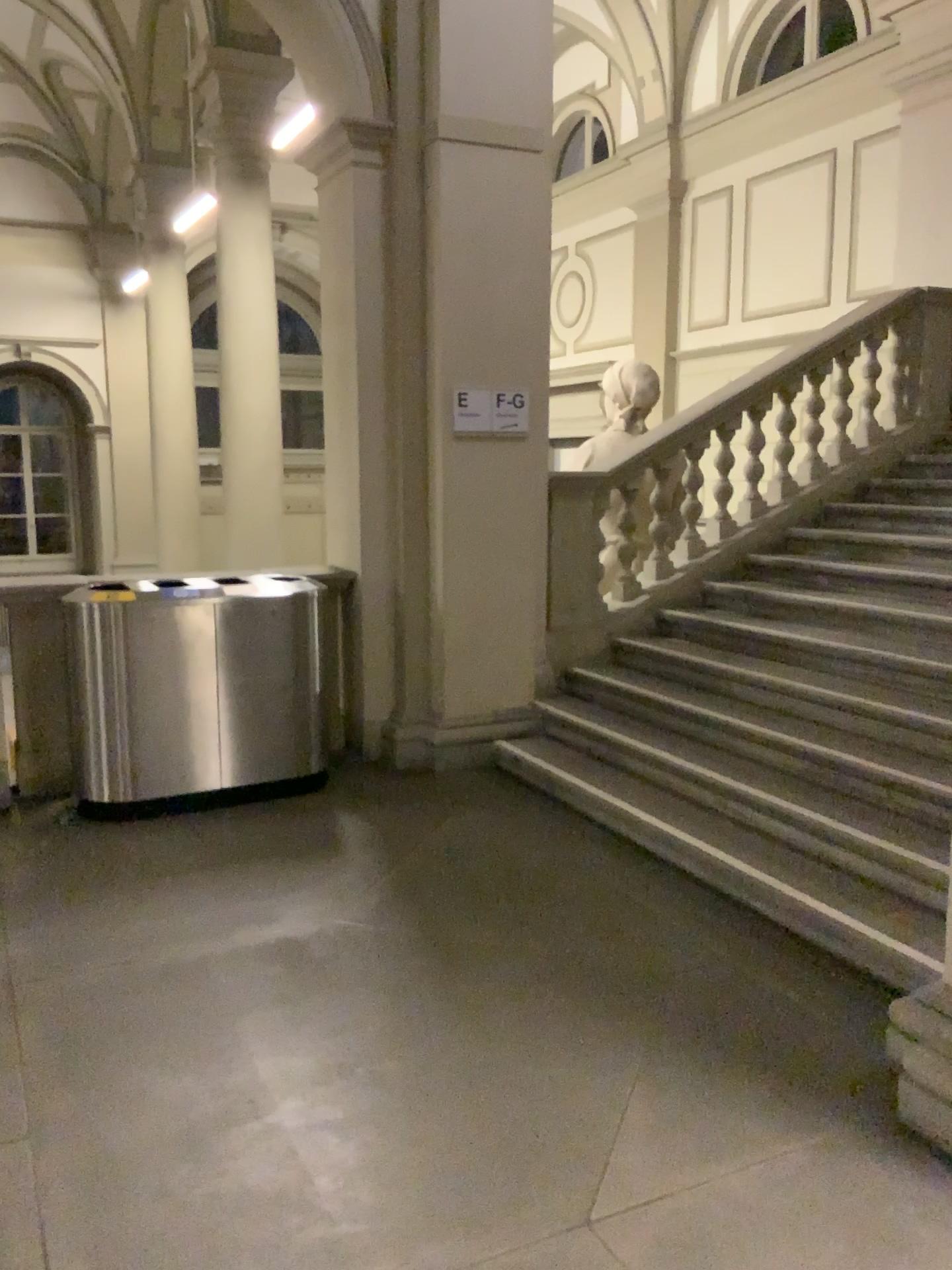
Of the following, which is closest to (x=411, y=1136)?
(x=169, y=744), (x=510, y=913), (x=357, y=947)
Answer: A: (x=357, y=947)
